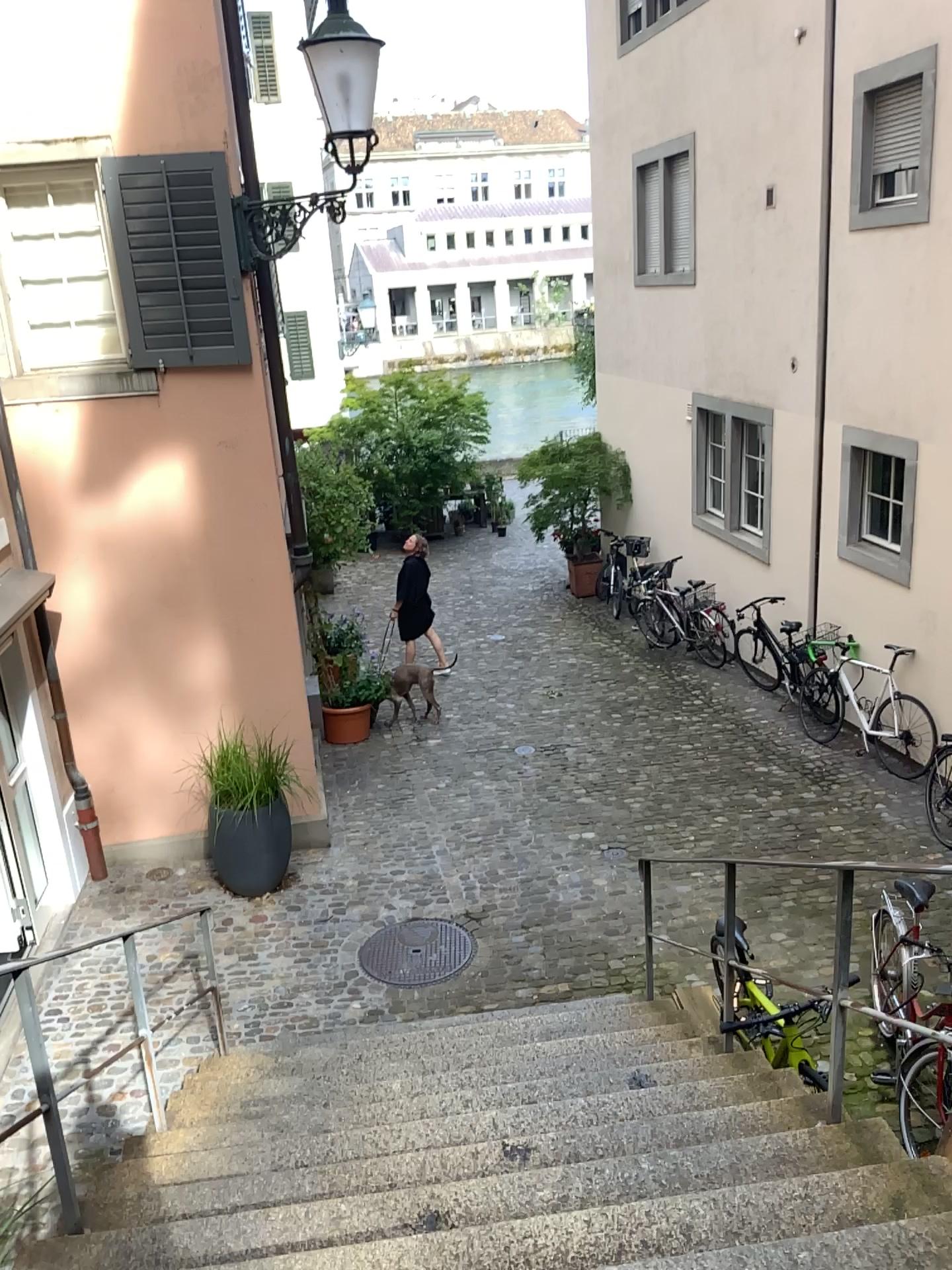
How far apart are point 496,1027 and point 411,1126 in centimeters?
129cm
